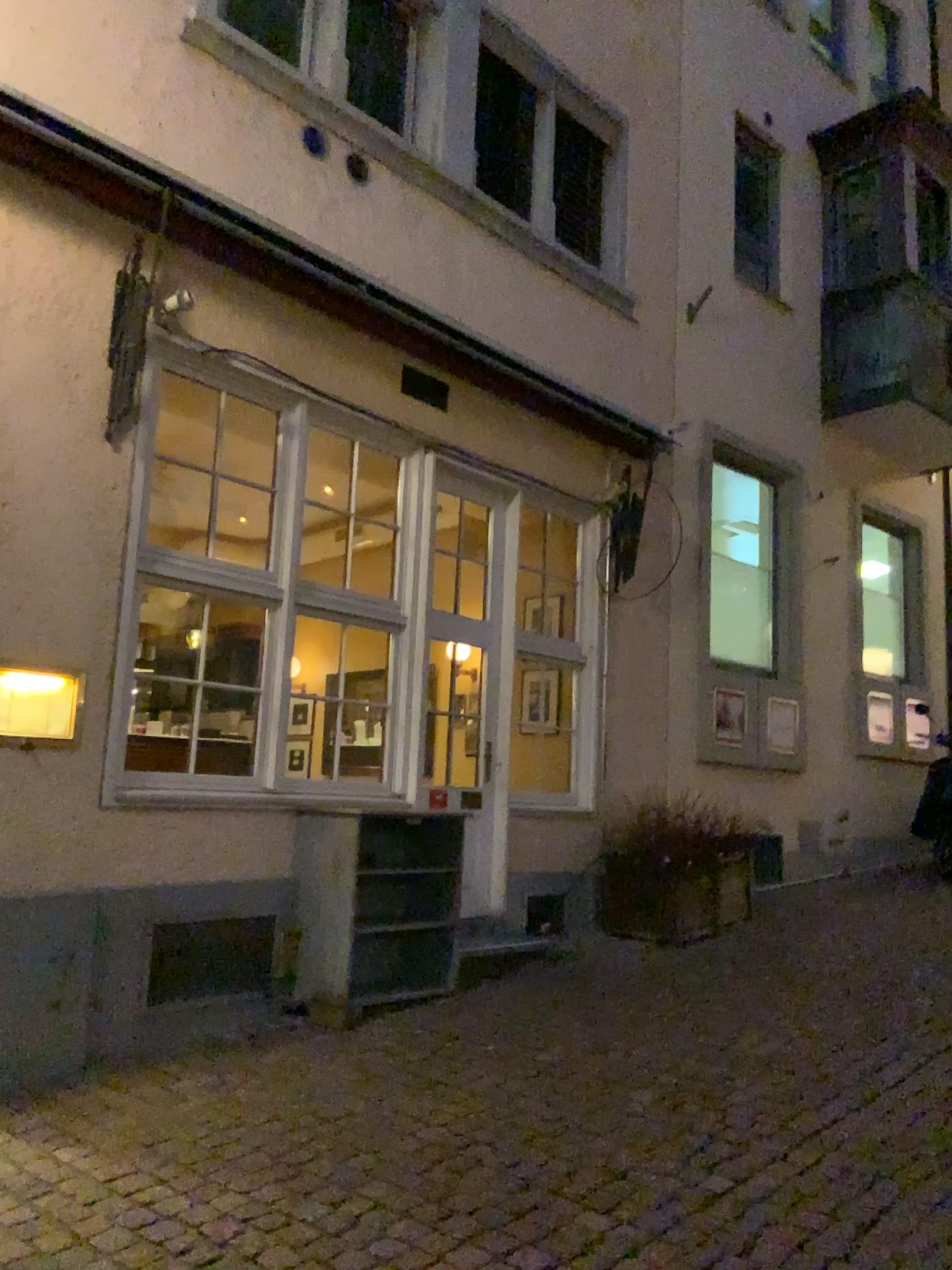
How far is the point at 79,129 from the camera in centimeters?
437cm

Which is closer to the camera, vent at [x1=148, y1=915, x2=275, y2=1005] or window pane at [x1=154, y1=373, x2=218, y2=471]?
vent at [x1=148, y1=915, x2=275, y2=1005]

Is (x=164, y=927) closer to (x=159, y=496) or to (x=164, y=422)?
(x=159, y=496)

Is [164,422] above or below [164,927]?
above

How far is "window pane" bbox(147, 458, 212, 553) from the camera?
4.8m

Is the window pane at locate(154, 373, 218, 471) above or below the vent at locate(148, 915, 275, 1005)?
above

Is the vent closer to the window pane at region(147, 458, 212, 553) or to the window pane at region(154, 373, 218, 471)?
the window pane at region(147, 458, 212, 553)

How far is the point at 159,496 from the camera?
4.8 meters

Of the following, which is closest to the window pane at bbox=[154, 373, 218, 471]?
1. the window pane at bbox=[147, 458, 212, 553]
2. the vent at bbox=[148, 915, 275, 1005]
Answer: the window pane at bbox=[147, 458, 212, 553]
